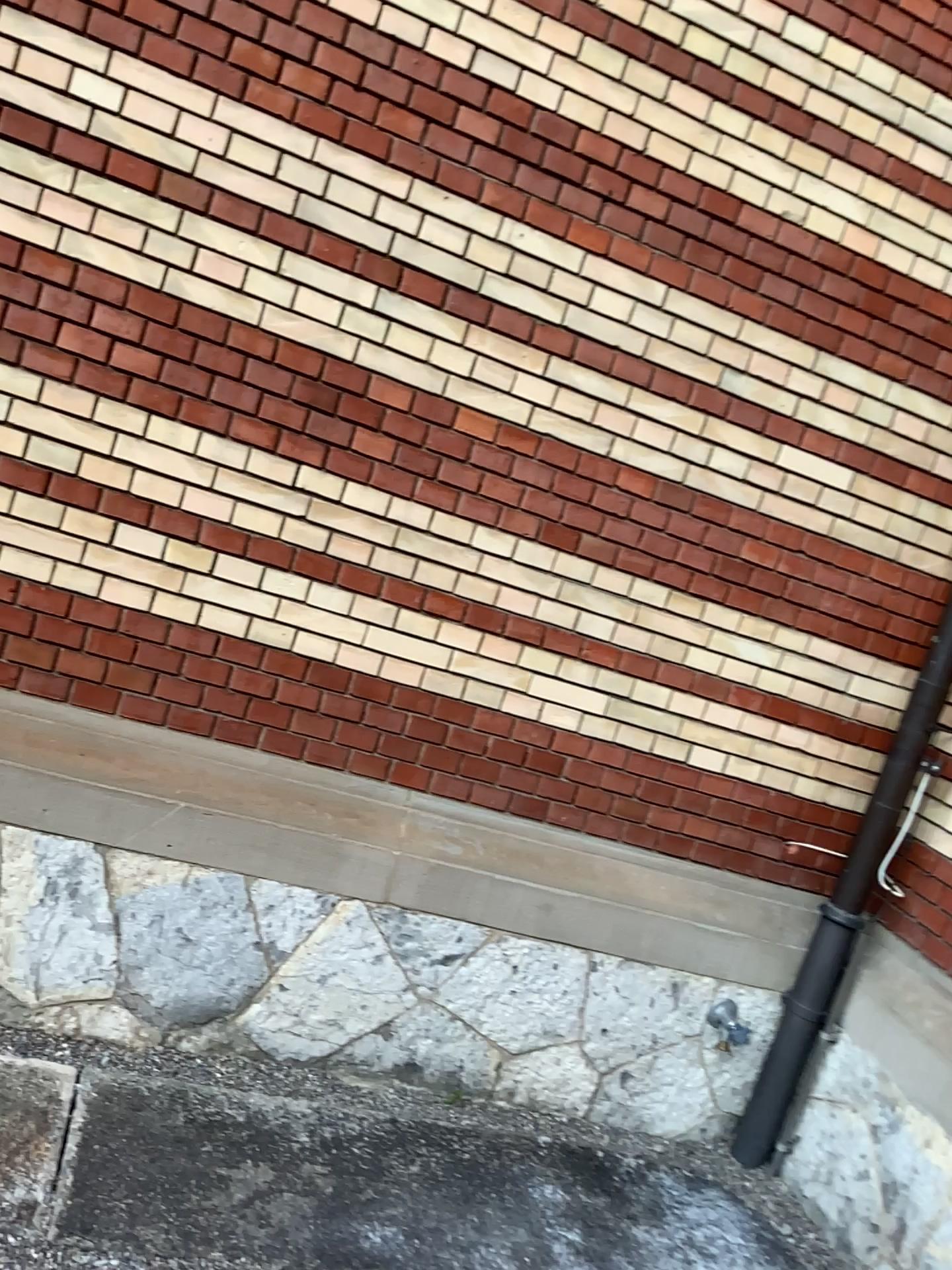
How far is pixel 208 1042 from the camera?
2.8 meters

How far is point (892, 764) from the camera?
3.2 meters

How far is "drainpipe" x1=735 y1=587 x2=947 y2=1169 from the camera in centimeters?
316cm
